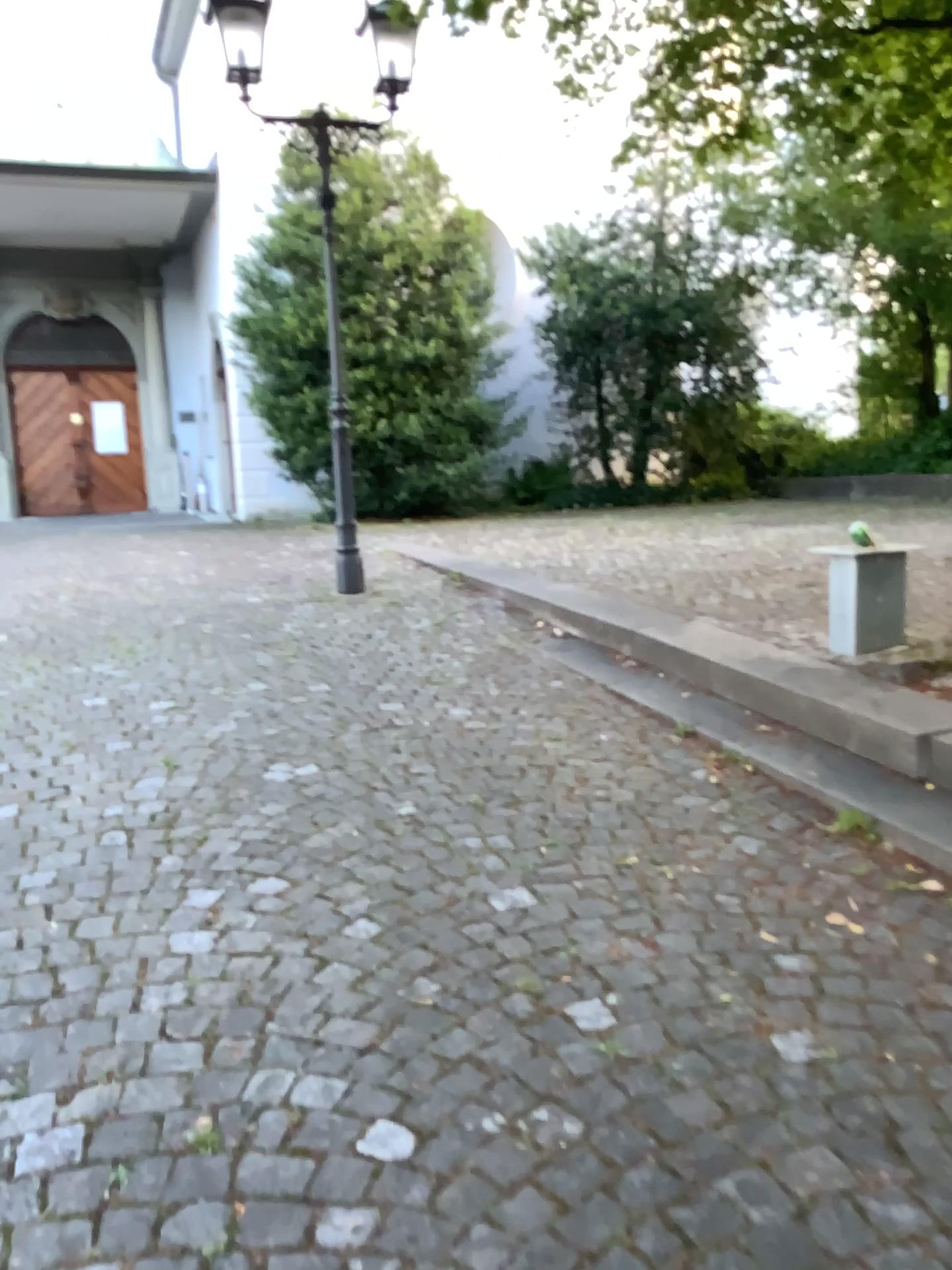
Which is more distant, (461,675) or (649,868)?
(461,675)
